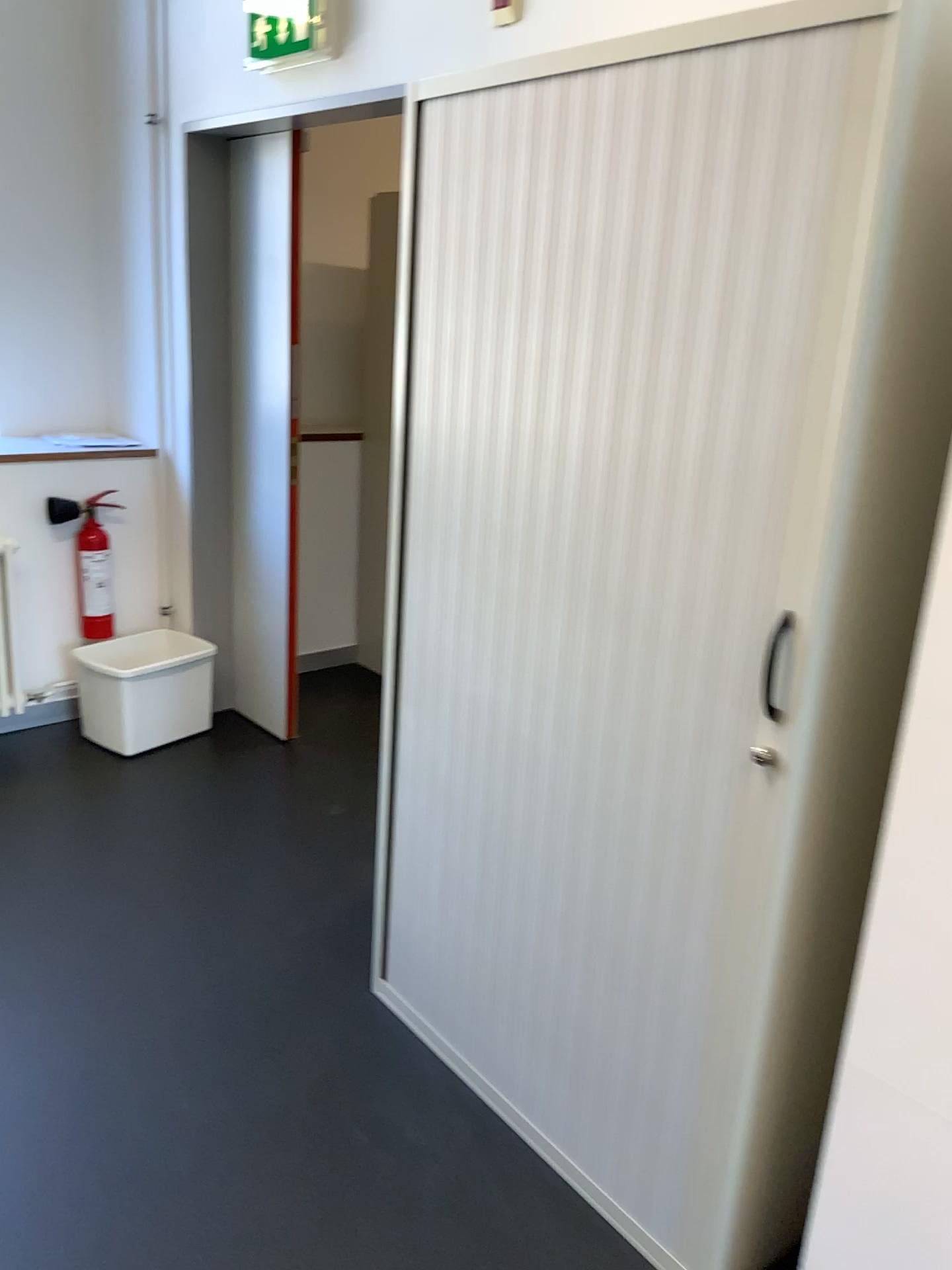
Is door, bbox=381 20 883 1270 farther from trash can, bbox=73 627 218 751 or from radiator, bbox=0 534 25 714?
radiator, bbox=0 534 25 714

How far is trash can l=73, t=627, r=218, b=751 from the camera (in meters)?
3.49

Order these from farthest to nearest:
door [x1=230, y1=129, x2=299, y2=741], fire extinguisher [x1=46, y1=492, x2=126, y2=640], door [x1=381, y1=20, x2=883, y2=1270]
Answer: fire extinguisher [x1=46, y1=492, x2=126, y2=640] < door [x1=230, y1=129, x2=299, y2=741] < door [x1=381, y1=20, x2=883, y2=1270]

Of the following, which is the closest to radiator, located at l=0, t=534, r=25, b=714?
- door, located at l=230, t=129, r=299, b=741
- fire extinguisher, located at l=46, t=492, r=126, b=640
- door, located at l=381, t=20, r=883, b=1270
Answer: fire extinguisher, located at l=46, t=492, r=126, b=640

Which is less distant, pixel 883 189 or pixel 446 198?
pixel 883 189

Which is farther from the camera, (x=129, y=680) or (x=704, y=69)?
(x=129, y=680)

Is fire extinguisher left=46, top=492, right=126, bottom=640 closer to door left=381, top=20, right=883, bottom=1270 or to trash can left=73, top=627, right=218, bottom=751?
trash can left=73, top=627, right=218, bottom=751

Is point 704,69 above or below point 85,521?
above

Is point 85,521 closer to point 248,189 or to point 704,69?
point 248,189

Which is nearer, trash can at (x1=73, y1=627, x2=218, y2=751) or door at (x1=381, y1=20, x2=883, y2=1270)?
door at (x1=381, y1=20, x2=883, y2=1270)
